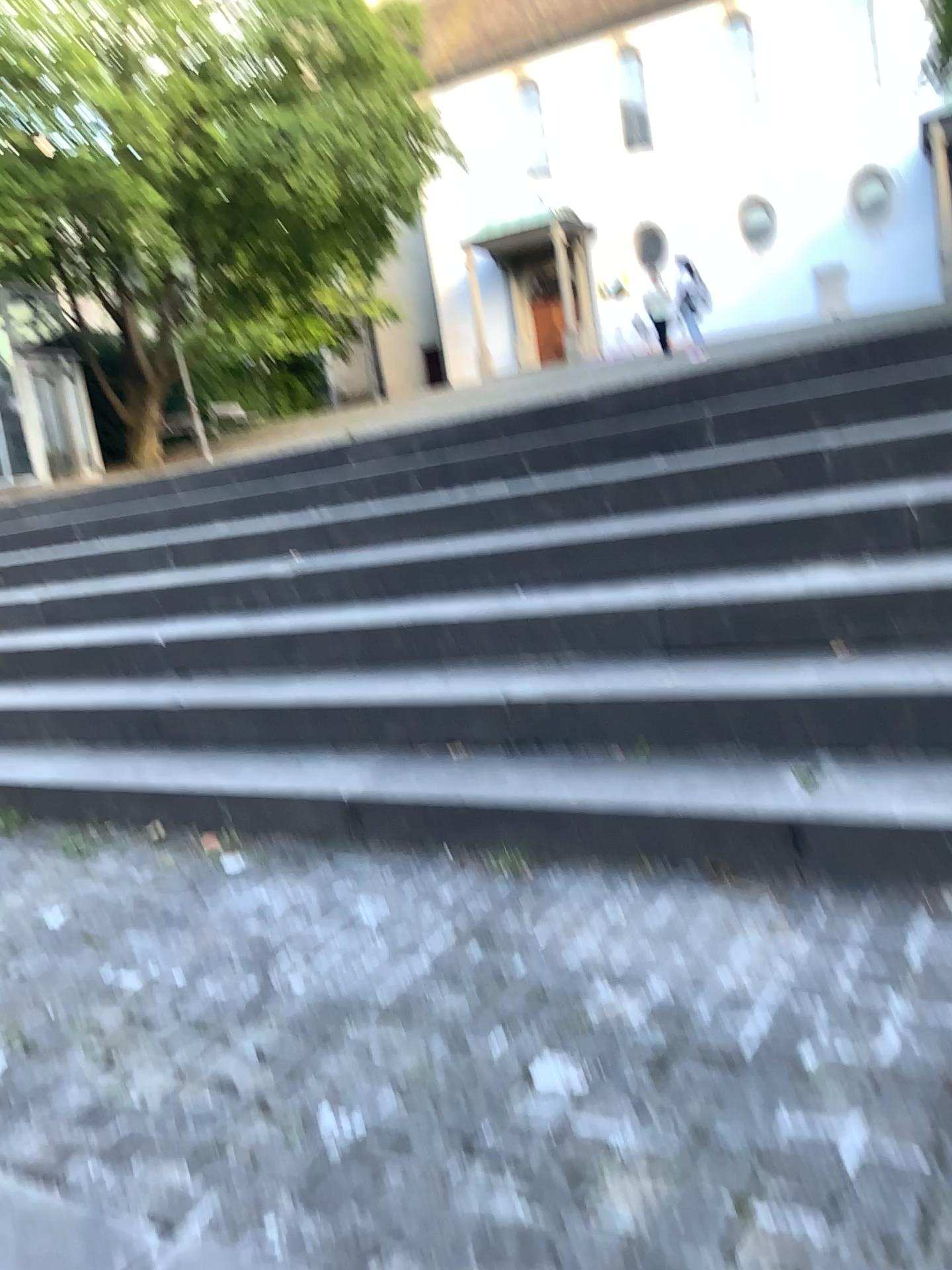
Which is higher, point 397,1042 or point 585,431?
point 585,431
